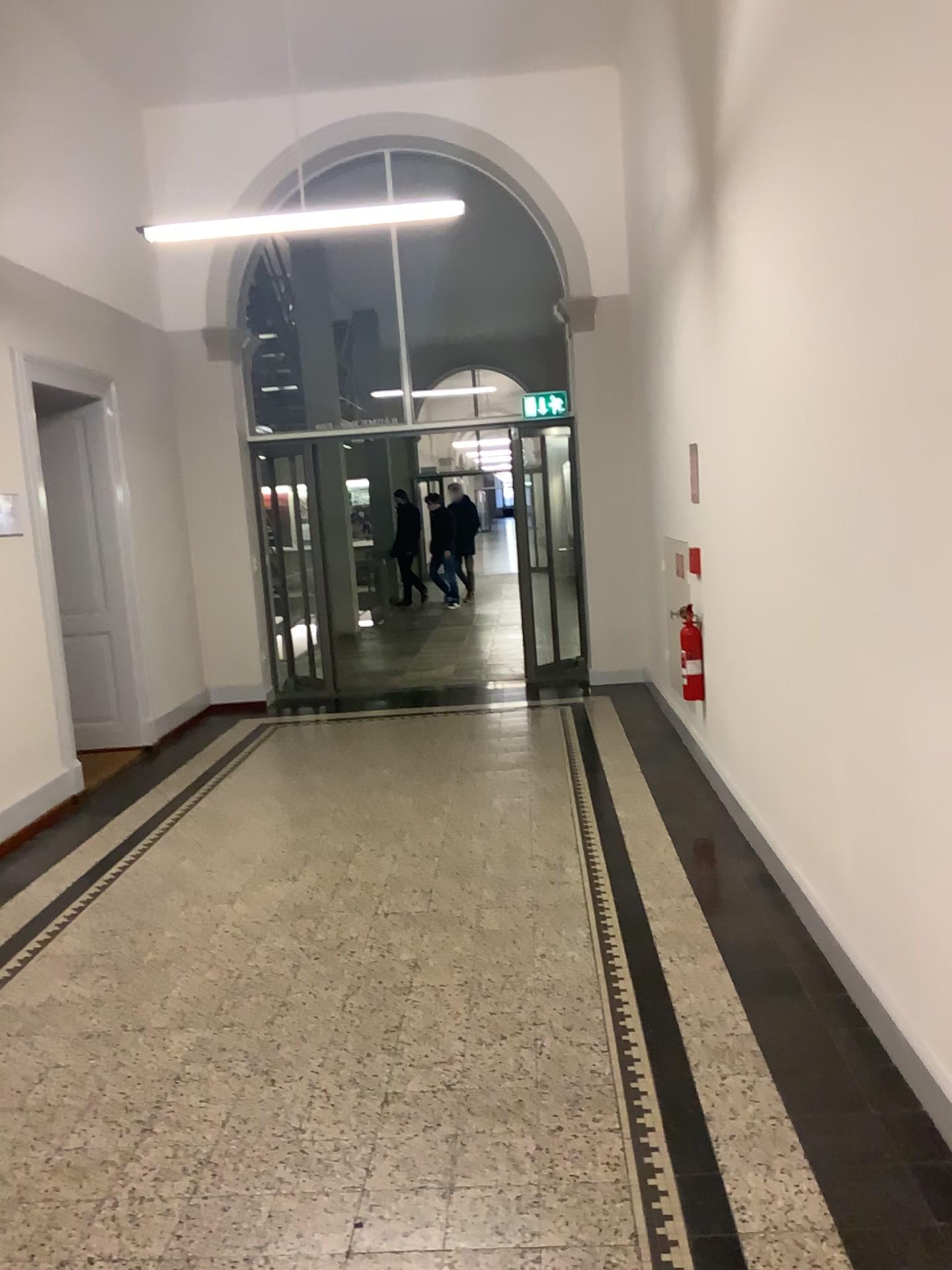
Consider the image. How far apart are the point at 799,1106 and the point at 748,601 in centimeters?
215cm
